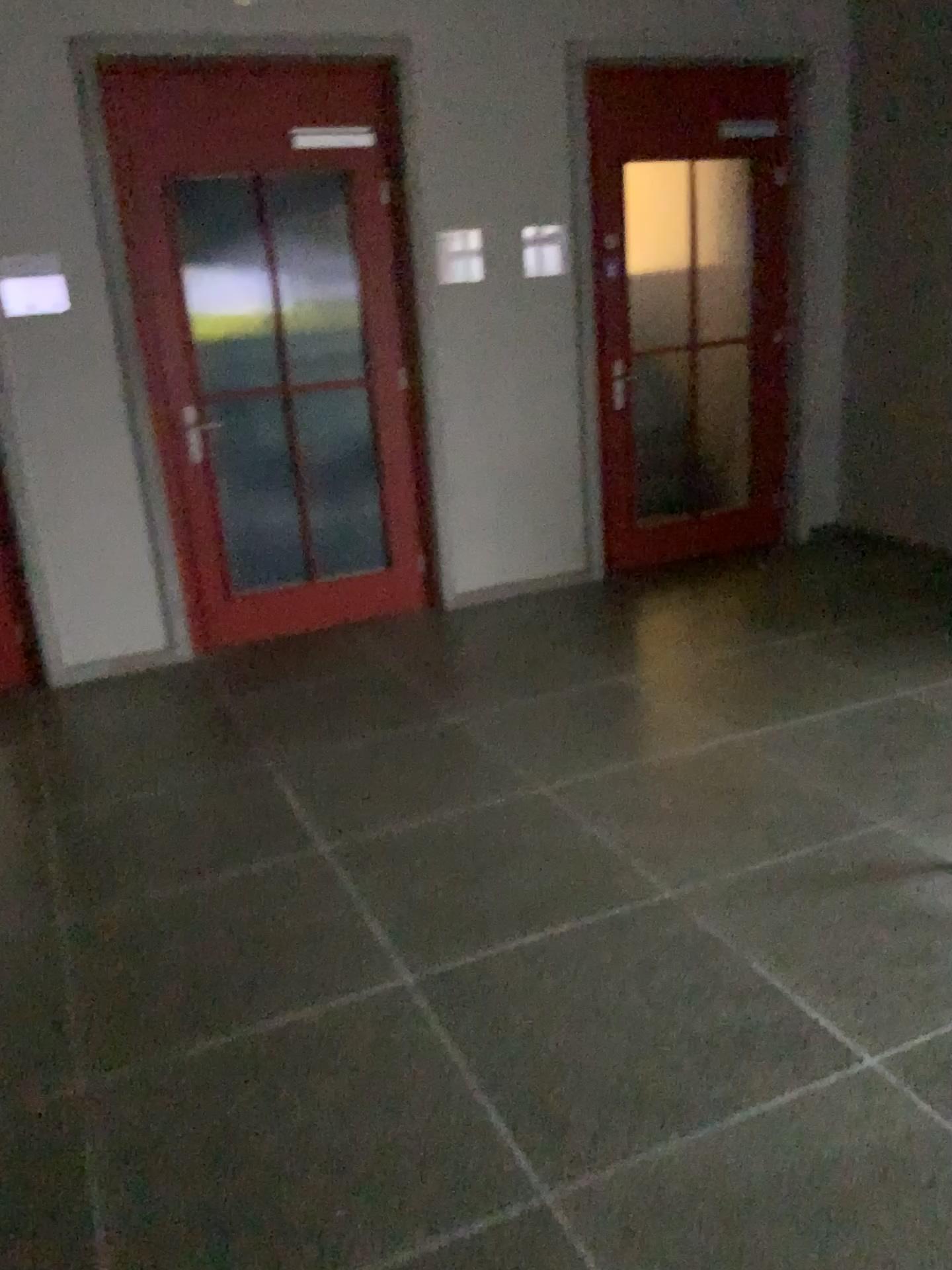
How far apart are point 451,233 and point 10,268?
1.84m

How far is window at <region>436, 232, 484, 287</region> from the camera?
4.7 meters

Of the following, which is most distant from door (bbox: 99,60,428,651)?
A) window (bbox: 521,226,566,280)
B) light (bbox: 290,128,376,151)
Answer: window (bbox: 521,226,566,280)

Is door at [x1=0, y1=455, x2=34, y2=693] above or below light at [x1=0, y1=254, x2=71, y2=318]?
below

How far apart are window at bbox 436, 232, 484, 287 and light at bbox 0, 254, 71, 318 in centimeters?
161cm

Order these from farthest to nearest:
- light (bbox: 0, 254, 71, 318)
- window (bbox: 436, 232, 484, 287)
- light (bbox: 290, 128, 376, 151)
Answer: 1. window (bbox: 436, 232, 484, 287)
2. light (bbox: 290, 128, 376, 151)
3. light (bbox: 0, 254, 71, 318)

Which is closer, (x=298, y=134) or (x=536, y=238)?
(x=298, y=134)

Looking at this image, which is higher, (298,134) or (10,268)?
(298,134)

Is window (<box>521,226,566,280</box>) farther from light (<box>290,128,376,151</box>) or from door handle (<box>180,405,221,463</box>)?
door handle (<box>180,405,221,463</box>)

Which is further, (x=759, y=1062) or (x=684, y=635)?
(x=684, y=635)
